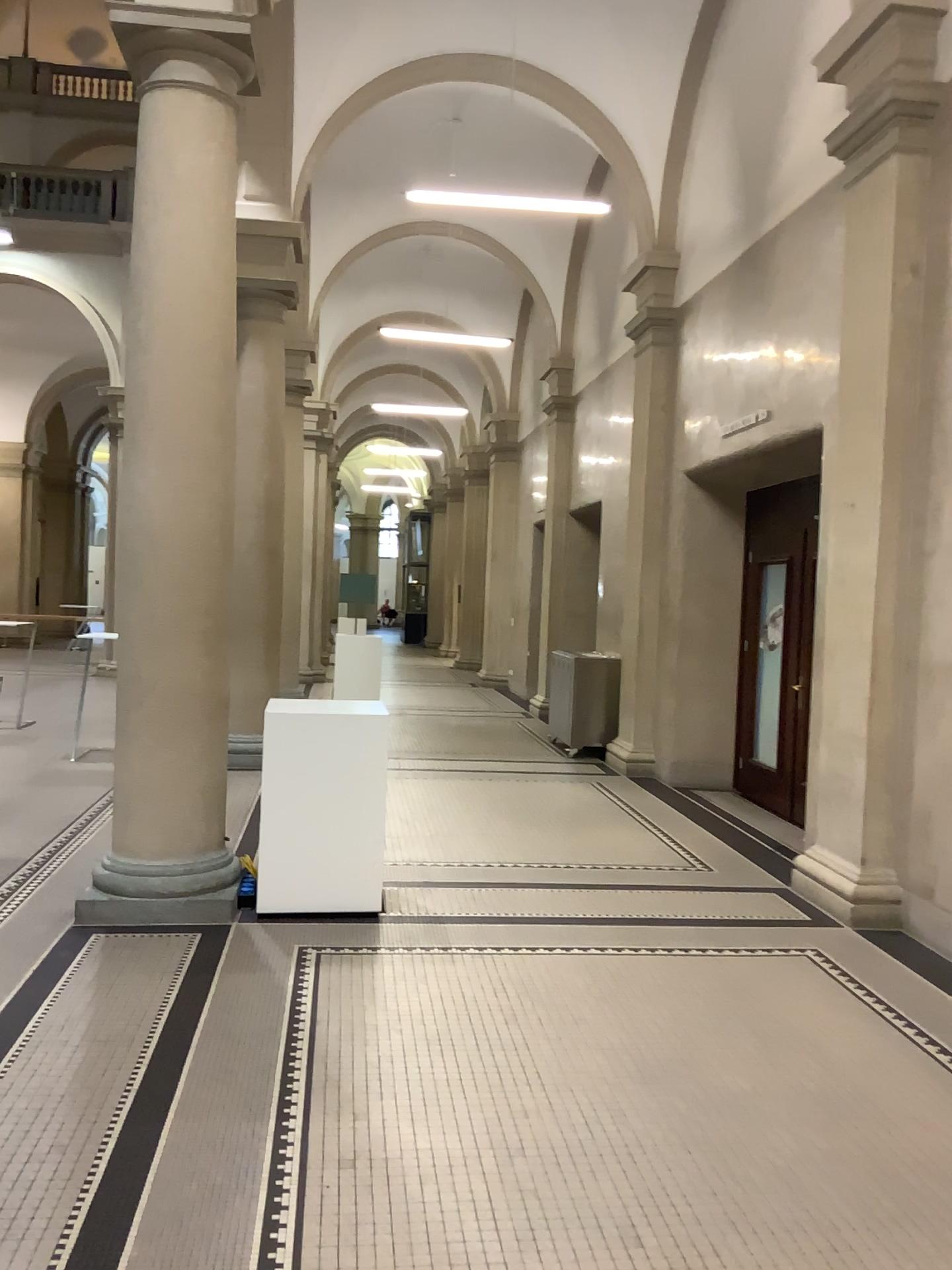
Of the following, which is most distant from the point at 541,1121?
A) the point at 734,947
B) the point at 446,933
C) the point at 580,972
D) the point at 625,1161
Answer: the point at 734,947
